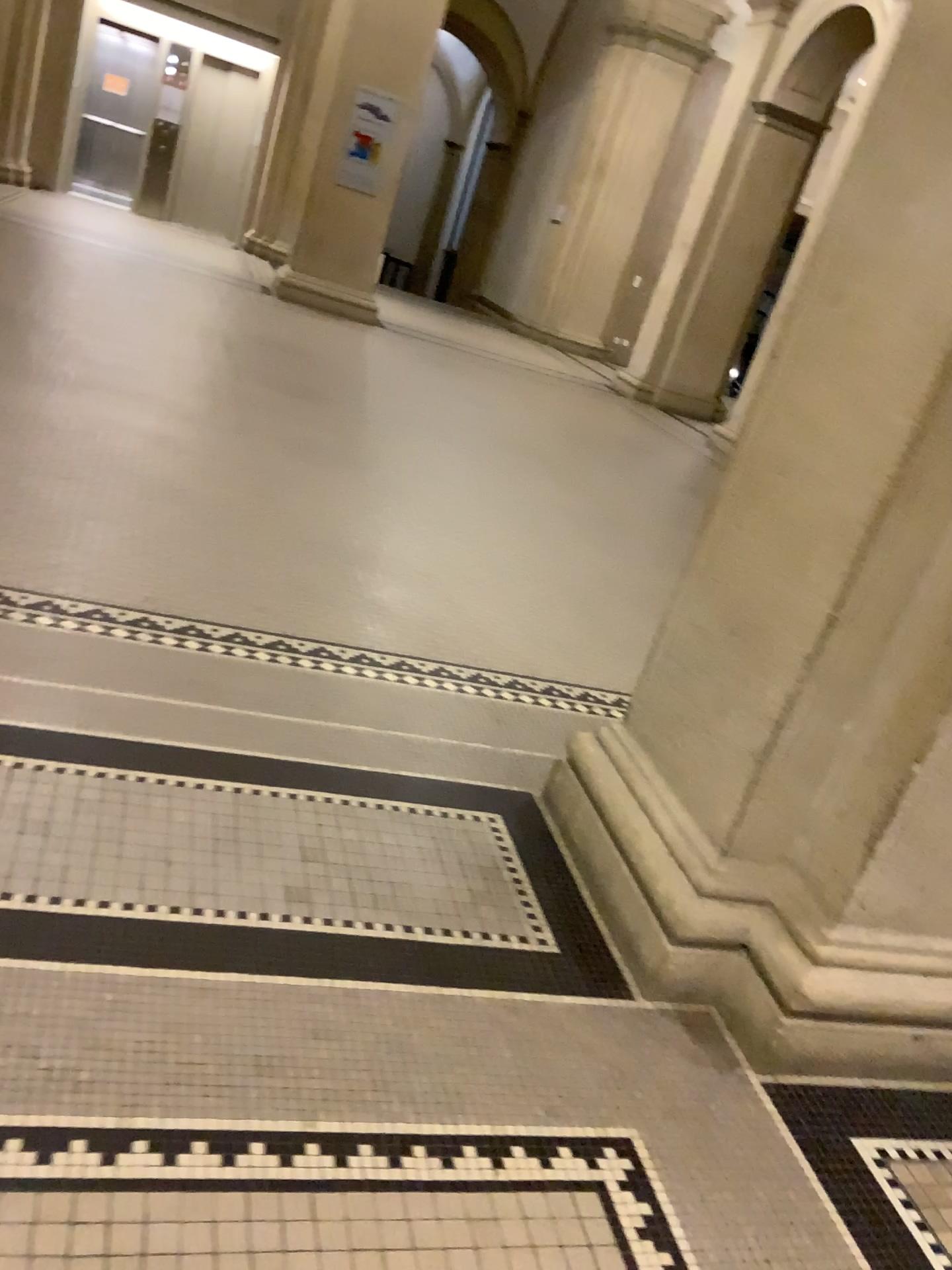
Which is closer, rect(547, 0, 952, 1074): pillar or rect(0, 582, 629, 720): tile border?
rect(547, 0, 952, 1074): pillar

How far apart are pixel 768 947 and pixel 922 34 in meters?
1.7

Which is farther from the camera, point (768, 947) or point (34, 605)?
point (34, 605)

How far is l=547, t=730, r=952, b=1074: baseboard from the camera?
2.0m

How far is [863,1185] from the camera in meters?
1.8

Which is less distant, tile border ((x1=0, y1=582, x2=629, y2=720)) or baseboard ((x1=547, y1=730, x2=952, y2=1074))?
baseboard ((x1=547, y1=730, x2=952, y2=1074))

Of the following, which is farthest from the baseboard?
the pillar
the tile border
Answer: the tile border

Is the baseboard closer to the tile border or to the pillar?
the pillar

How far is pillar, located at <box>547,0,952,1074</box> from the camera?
1.8m

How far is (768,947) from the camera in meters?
2.0
